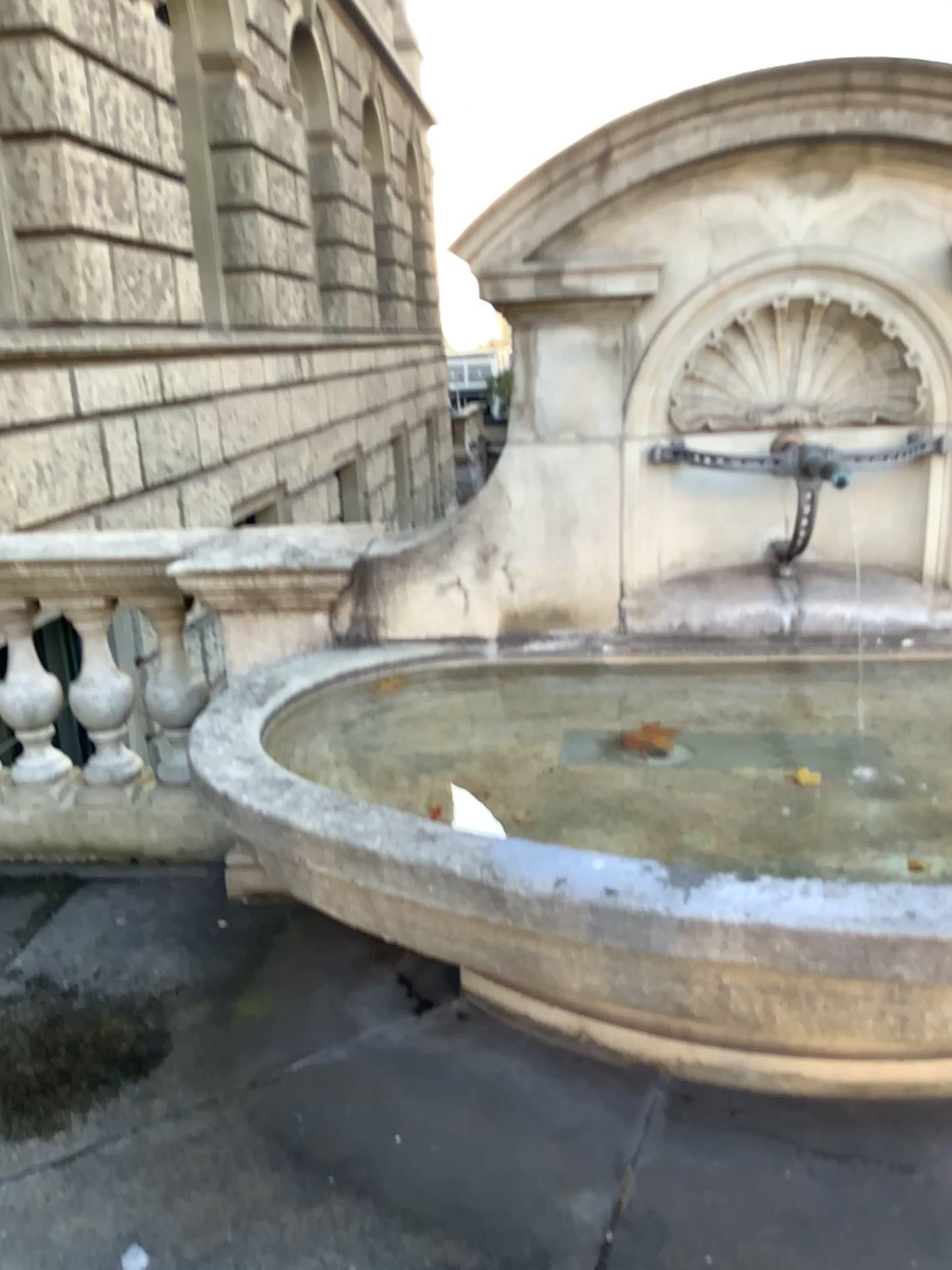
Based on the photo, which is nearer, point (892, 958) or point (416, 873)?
point (892, 958)
